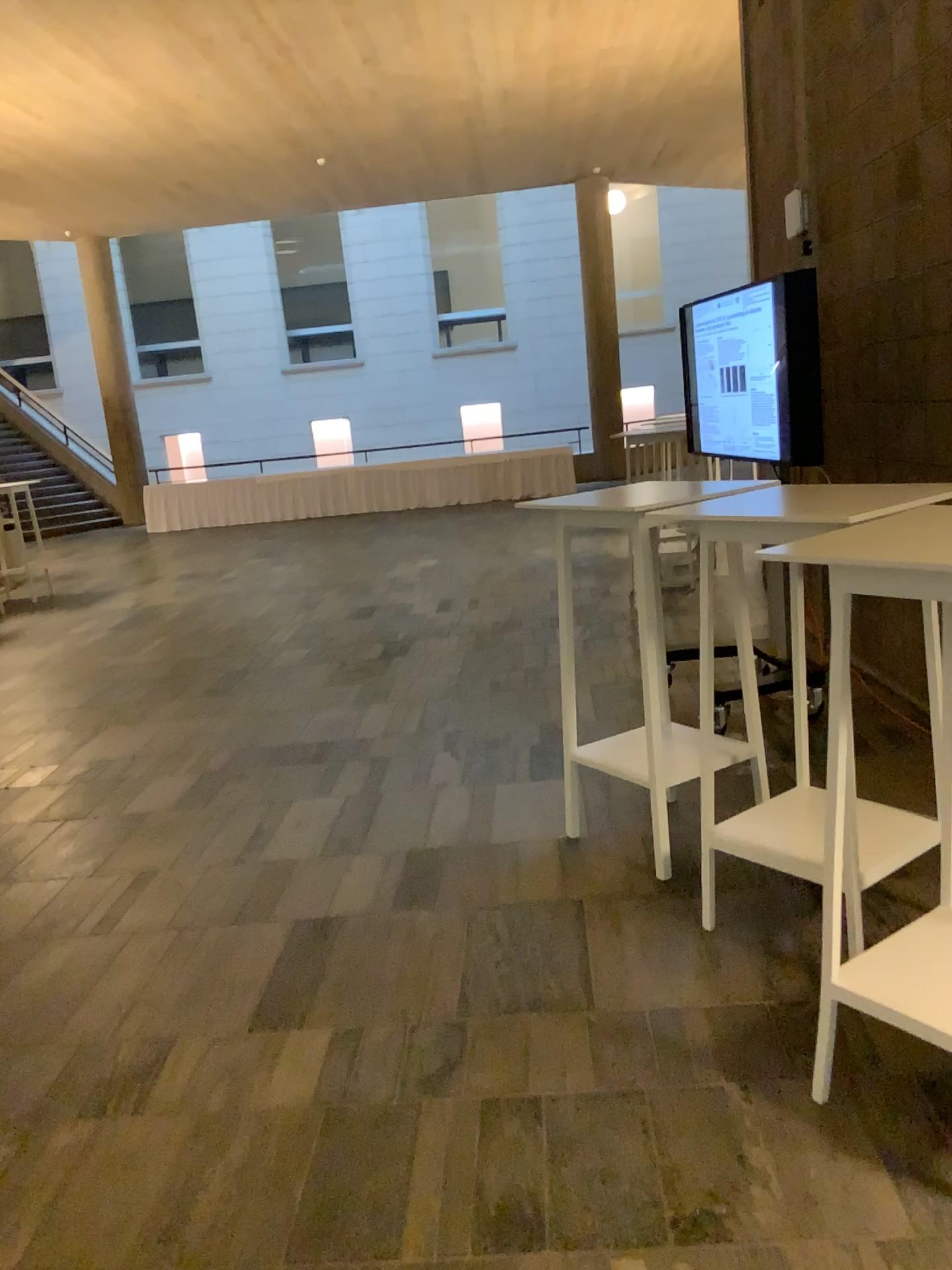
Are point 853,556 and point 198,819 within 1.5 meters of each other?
no
